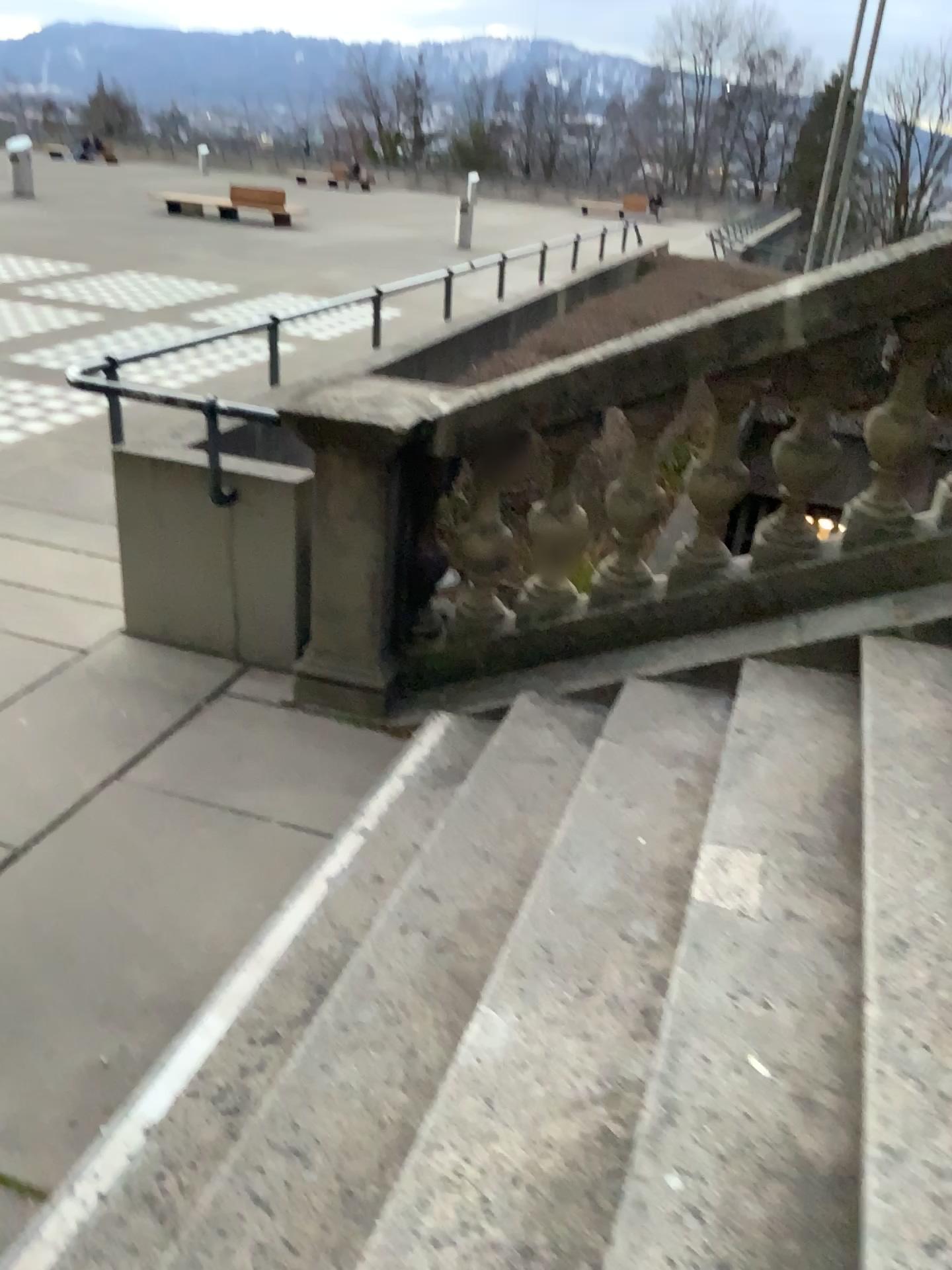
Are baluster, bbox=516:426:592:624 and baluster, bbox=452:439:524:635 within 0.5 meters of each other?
yes

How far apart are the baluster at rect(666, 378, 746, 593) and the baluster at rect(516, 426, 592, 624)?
0.37m

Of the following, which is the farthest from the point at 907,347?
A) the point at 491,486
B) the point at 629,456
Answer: the point at 491,486

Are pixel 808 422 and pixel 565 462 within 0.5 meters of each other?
no

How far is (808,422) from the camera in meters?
3.3 m

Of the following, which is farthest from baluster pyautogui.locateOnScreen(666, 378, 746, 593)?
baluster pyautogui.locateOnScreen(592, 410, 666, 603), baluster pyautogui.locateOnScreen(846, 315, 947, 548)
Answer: baluster pyautogui.locateOnScreen(846, 315, 947, 548)

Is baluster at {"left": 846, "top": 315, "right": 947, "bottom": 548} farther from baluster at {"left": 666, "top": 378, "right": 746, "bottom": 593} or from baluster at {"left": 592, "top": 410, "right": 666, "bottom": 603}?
baluster at {"left": 592, "top": 410, "right": 666, "bottom": 603}

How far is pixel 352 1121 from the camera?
2.0m

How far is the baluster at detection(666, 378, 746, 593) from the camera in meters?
3.3

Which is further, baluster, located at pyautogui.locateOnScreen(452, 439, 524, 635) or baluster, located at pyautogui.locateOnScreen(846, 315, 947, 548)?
baluster, located at pyautogui.locateOnScreen(452, 439, 524, 635)
